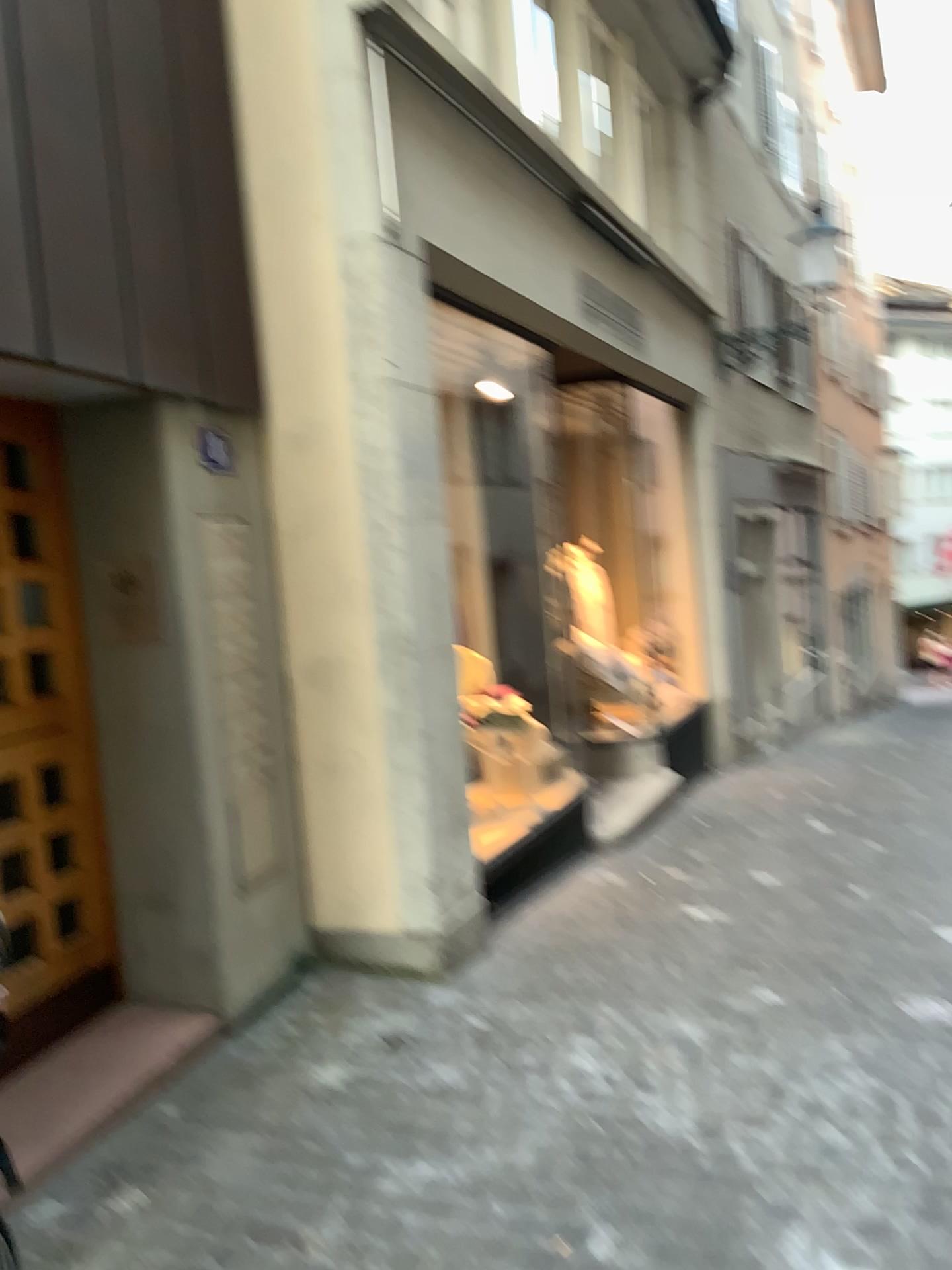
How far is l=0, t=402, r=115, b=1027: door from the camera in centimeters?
340cm

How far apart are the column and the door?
0.82m

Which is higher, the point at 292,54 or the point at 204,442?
the point at 292,54

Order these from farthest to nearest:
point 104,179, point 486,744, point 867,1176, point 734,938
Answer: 1. point 486,744
2. point 734,938
3. point 104,179
4. point 867,1176

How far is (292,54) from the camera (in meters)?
3.98

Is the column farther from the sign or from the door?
the door

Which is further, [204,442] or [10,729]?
[204,442]

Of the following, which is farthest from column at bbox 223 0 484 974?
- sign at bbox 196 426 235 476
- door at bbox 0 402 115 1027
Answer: door at bbox 0 402 115 1027

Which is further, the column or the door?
the column
